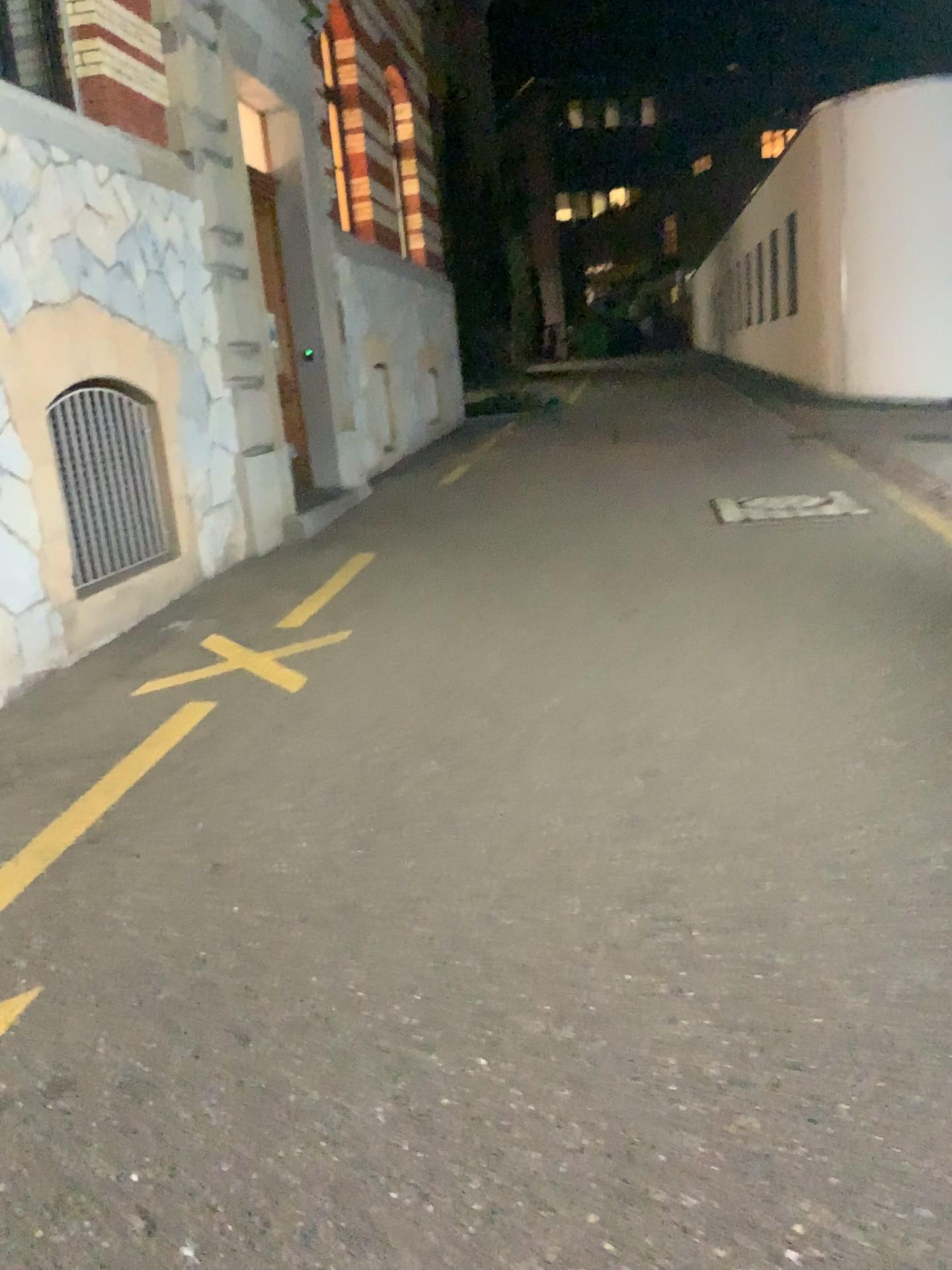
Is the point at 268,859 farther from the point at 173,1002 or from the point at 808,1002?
the point at 808,1002
